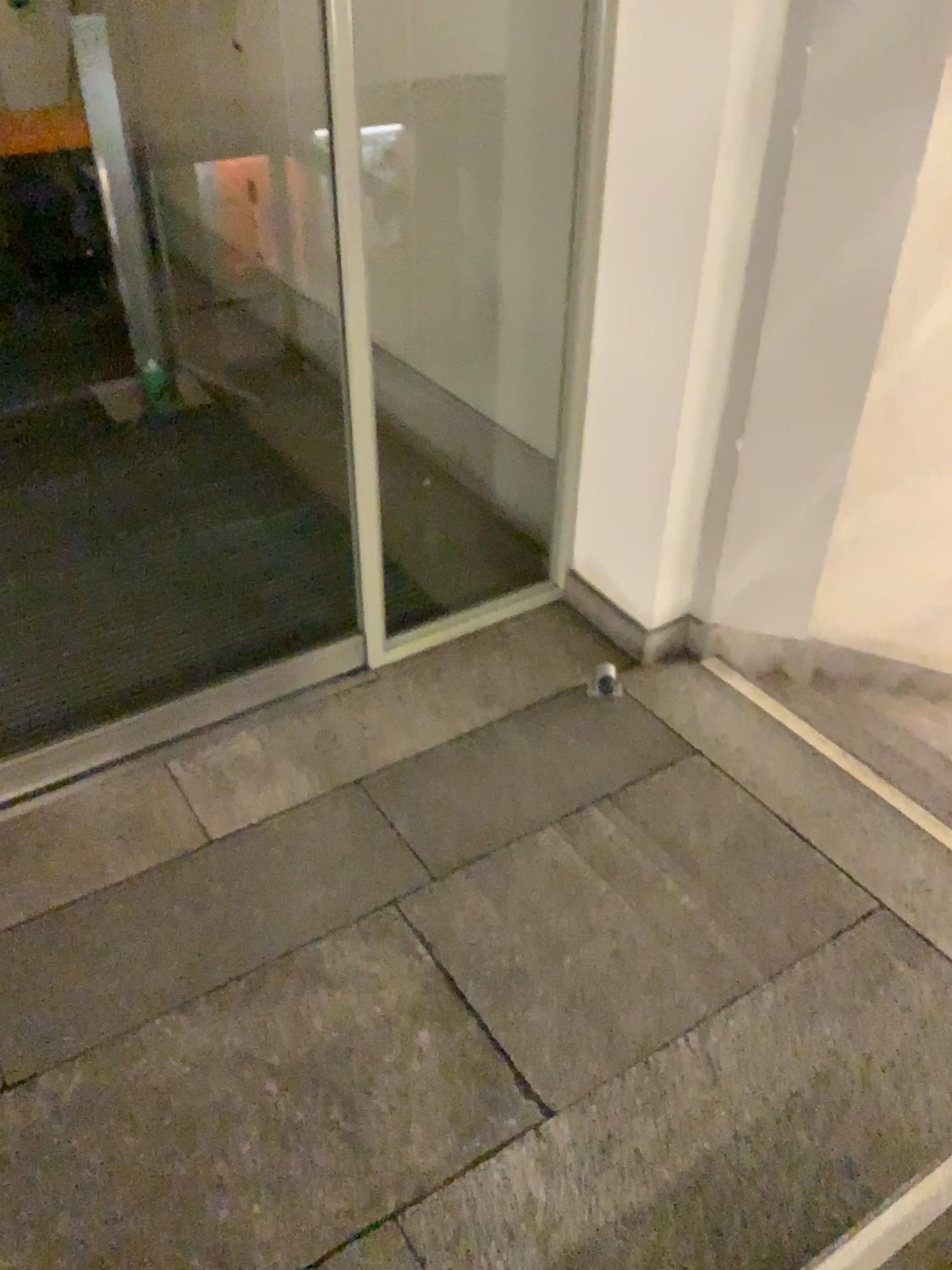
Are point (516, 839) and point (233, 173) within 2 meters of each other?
no
